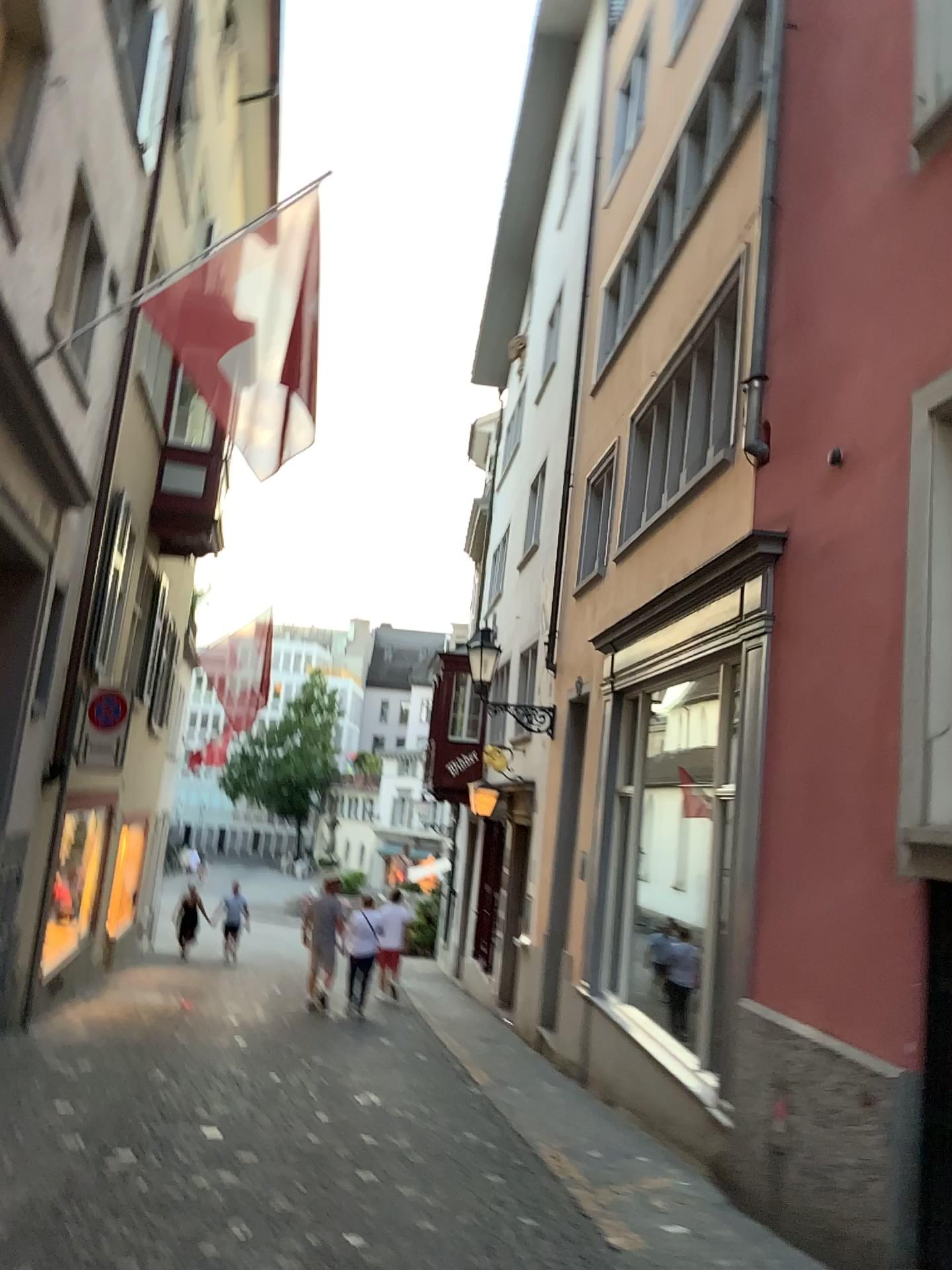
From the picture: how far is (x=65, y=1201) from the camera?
4.3m
